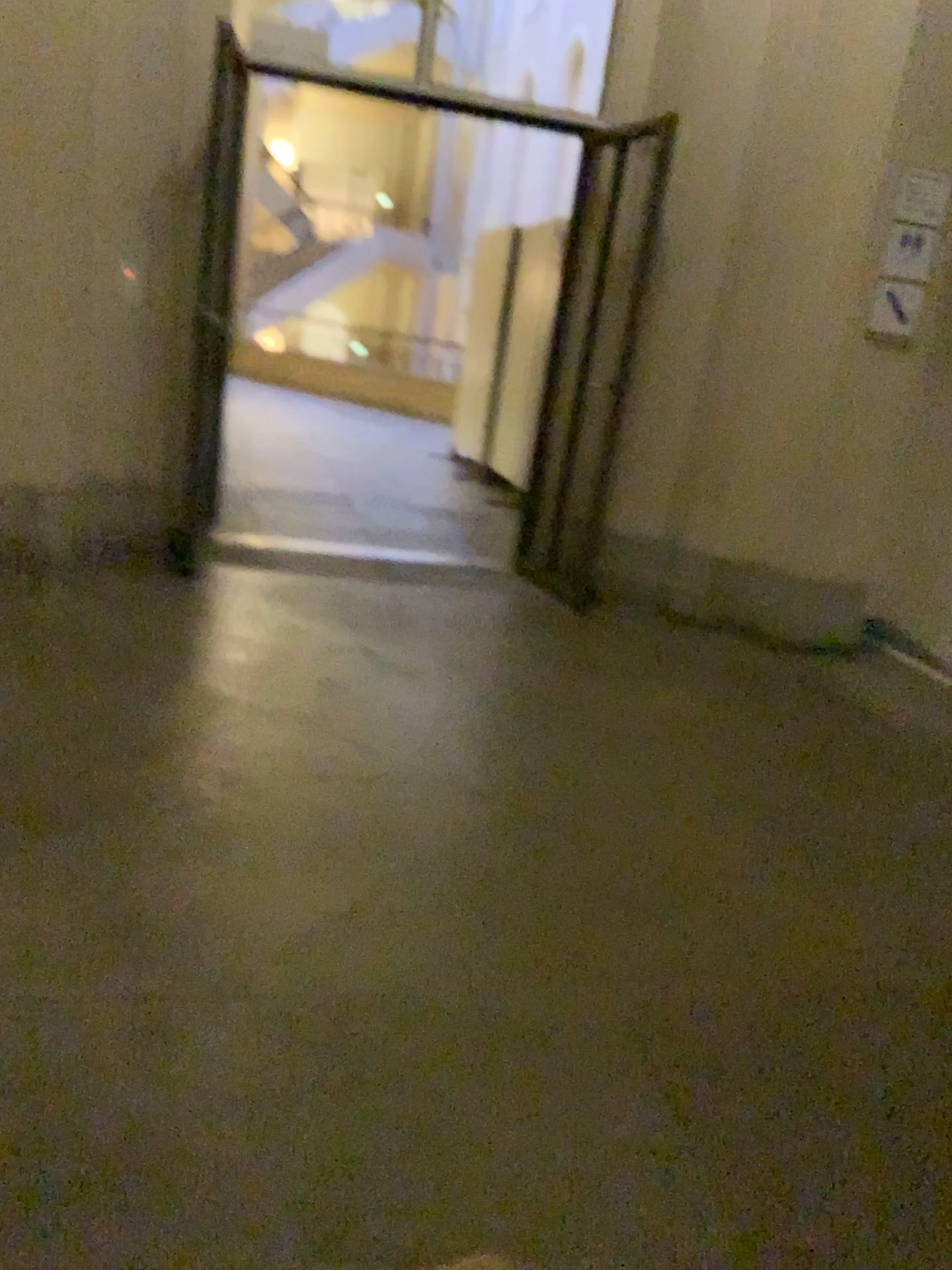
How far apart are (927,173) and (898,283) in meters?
0.4 m

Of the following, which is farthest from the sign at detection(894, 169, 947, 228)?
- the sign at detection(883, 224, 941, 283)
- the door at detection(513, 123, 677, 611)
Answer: the door at detection(513, 123, 677, 611)

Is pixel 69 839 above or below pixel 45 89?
below

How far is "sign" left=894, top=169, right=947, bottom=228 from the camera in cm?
423

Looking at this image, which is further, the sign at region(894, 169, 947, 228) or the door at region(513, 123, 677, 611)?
the door at region(513, 123, 677, 611)

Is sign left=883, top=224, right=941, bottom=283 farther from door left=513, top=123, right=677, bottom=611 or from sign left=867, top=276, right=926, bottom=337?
door left=513, top=123, right=677, bottom=611

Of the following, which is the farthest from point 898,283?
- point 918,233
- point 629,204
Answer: point 629,204

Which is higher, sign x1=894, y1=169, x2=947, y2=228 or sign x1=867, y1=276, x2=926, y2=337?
sign x1=894, y1=169, x2=947, y2=228

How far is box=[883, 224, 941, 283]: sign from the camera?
4.3m

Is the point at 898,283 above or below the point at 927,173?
below
